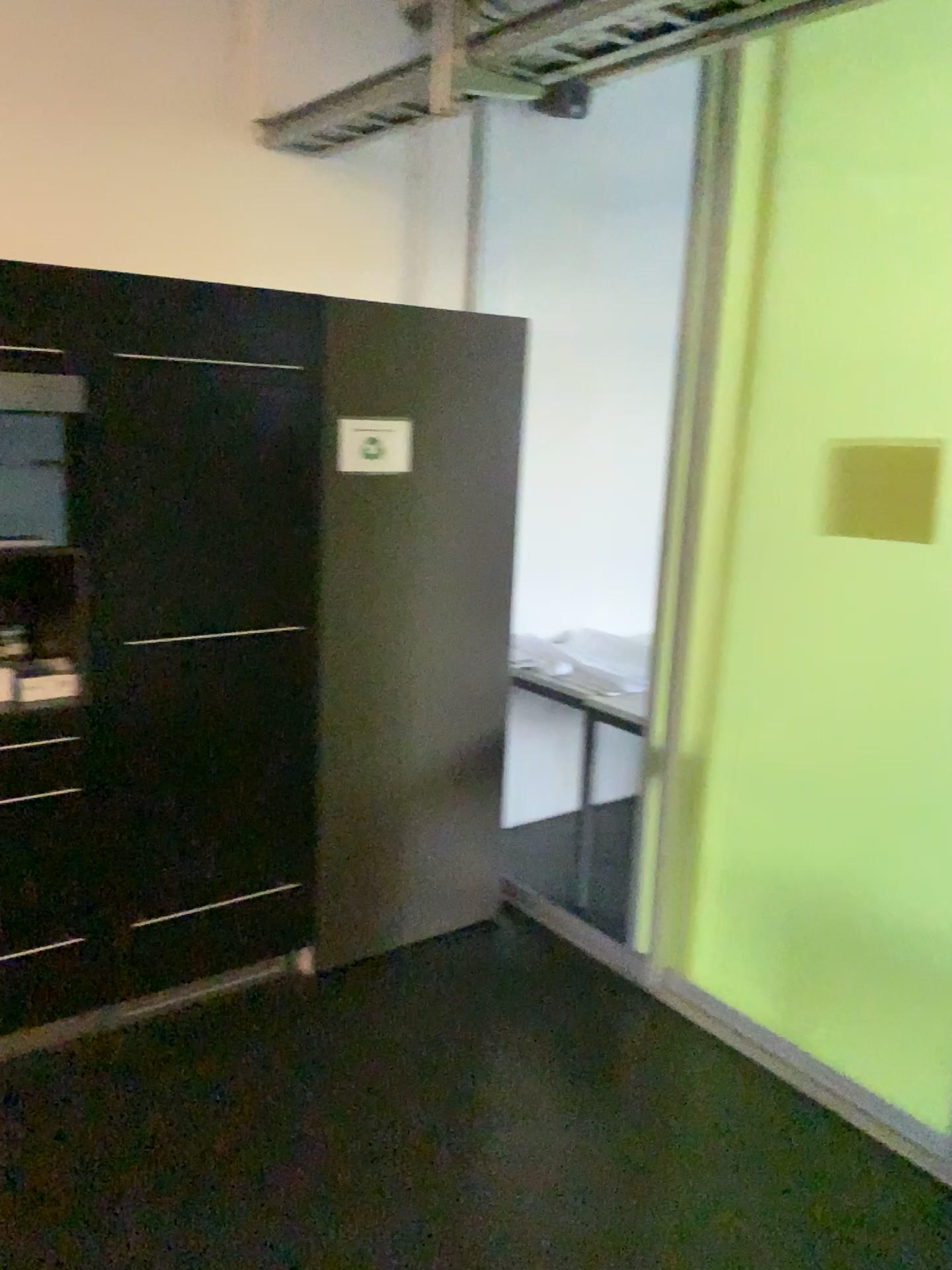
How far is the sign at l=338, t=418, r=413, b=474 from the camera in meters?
2.8 m

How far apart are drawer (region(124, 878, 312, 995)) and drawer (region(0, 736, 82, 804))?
0.4m

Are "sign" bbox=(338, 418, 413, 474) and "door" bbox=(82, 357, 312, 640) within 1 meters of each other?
yes

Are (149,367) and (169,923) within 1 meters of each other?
no

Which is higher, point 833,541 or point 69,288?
point 69,288

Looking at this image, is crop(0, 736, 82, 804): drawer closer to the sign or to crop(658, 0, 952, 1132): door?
the sign

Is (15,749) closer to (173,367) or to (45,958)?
(45,958)

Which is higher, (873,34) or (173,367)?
(873,34)

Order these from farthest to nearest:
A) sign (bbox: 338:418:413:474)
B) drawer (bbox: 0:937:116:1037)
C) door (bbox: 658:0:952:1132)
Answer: sign (bbox: 338:418:413:474), drawer (bbox: 0:937:116:1037), door (bbox: 658:0:952:1132)

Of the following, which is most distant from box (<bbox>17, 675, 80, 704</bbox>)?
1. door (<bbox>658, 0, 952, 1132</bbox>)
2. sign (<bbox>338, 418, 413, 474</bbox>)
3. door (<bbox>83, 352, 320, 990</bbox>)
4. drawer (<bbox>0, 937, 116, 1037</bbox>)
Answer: door (<bbox>658, 0, 952, 1132</bbox>)
